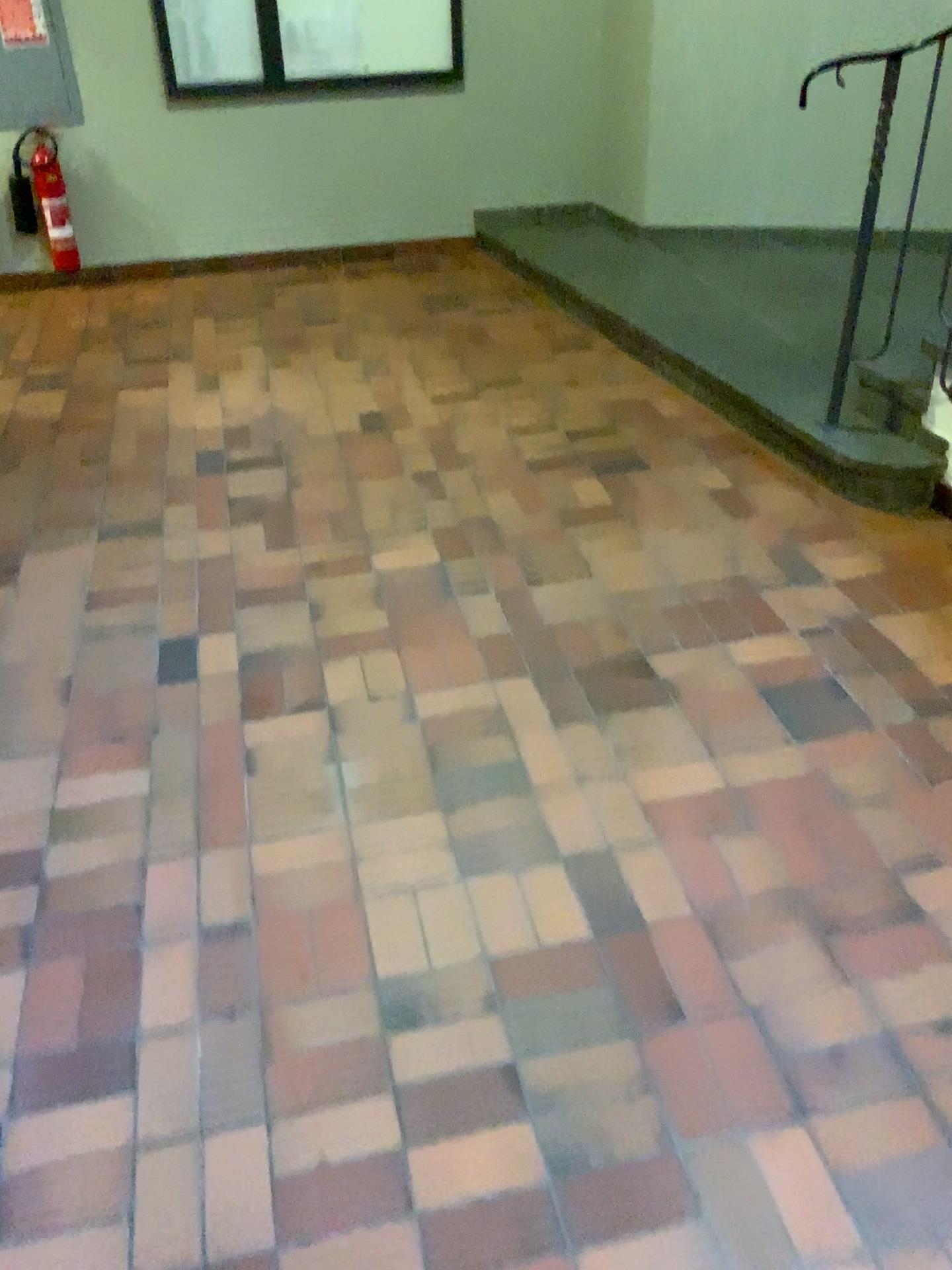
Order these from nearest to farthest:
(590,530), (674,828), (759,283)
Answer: (674,828)
(590,530)
(759,283)
